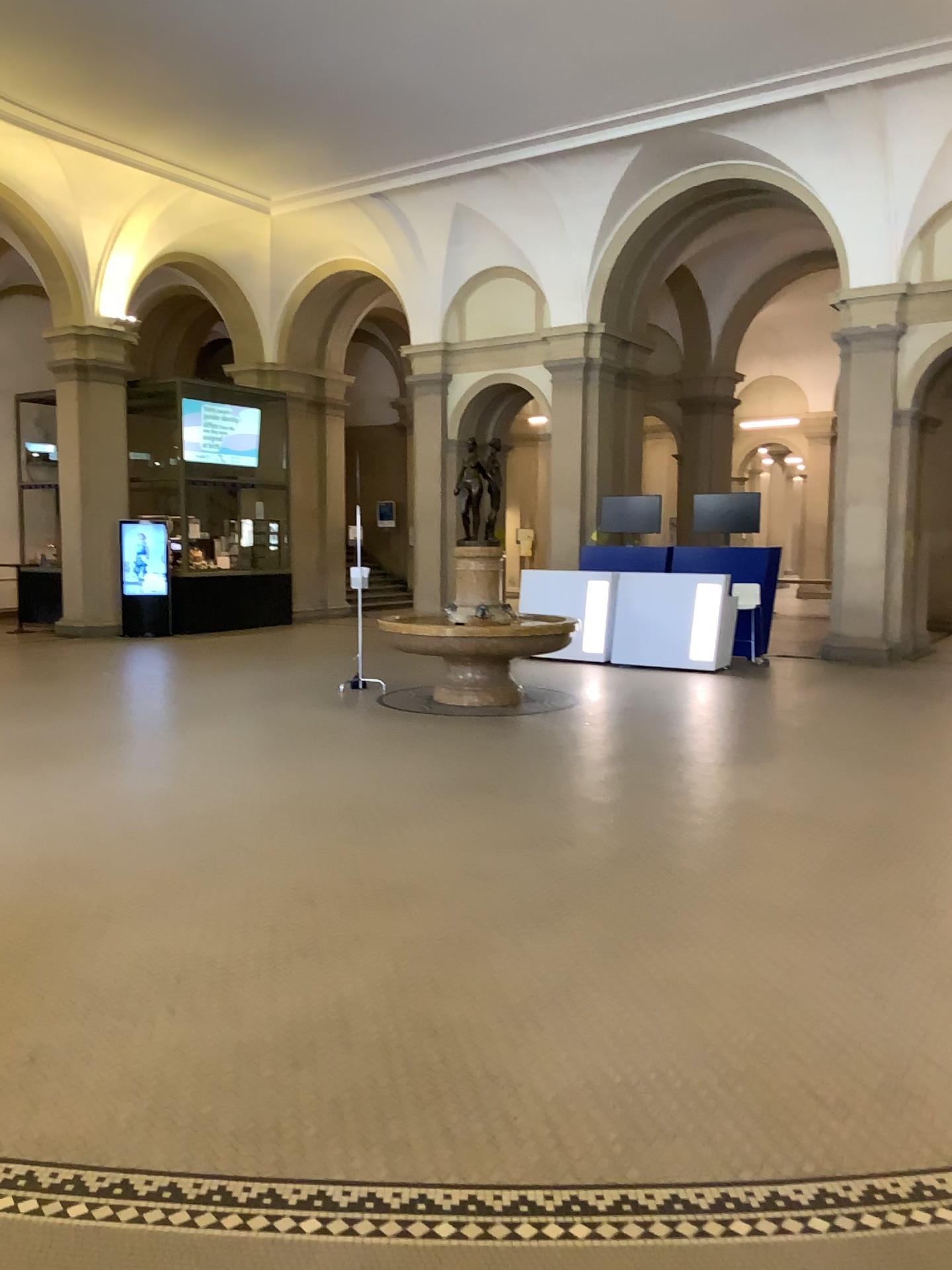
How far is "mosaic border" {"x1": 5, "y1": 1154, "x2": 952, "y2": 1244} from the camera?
2.42m

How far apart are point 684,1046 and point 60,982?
2.1 meters

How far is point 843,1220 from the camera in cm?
242
